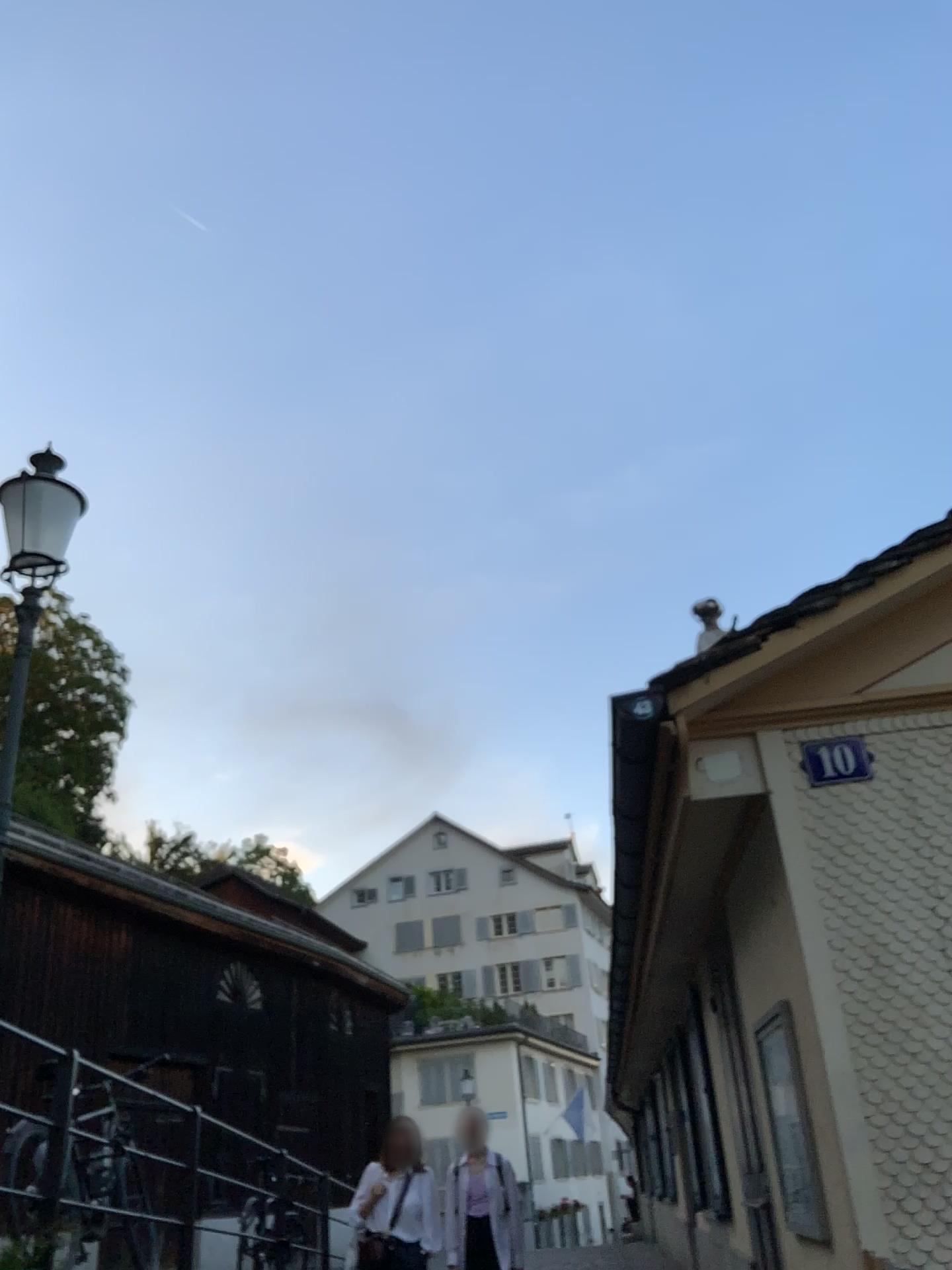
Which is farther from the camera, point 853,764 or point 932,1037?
point 853,764

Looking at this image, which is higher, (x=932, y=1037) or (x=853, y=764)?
(x=853, y=764)

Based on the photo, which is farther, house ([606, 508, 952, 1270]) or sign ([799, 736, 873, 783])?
sign ([799, 736, 873, 783])

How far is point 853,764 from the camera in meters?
3.5

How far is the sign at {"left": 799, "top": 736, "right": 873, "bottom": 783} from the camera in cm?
355

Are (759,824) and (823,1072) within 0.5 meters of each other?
no
